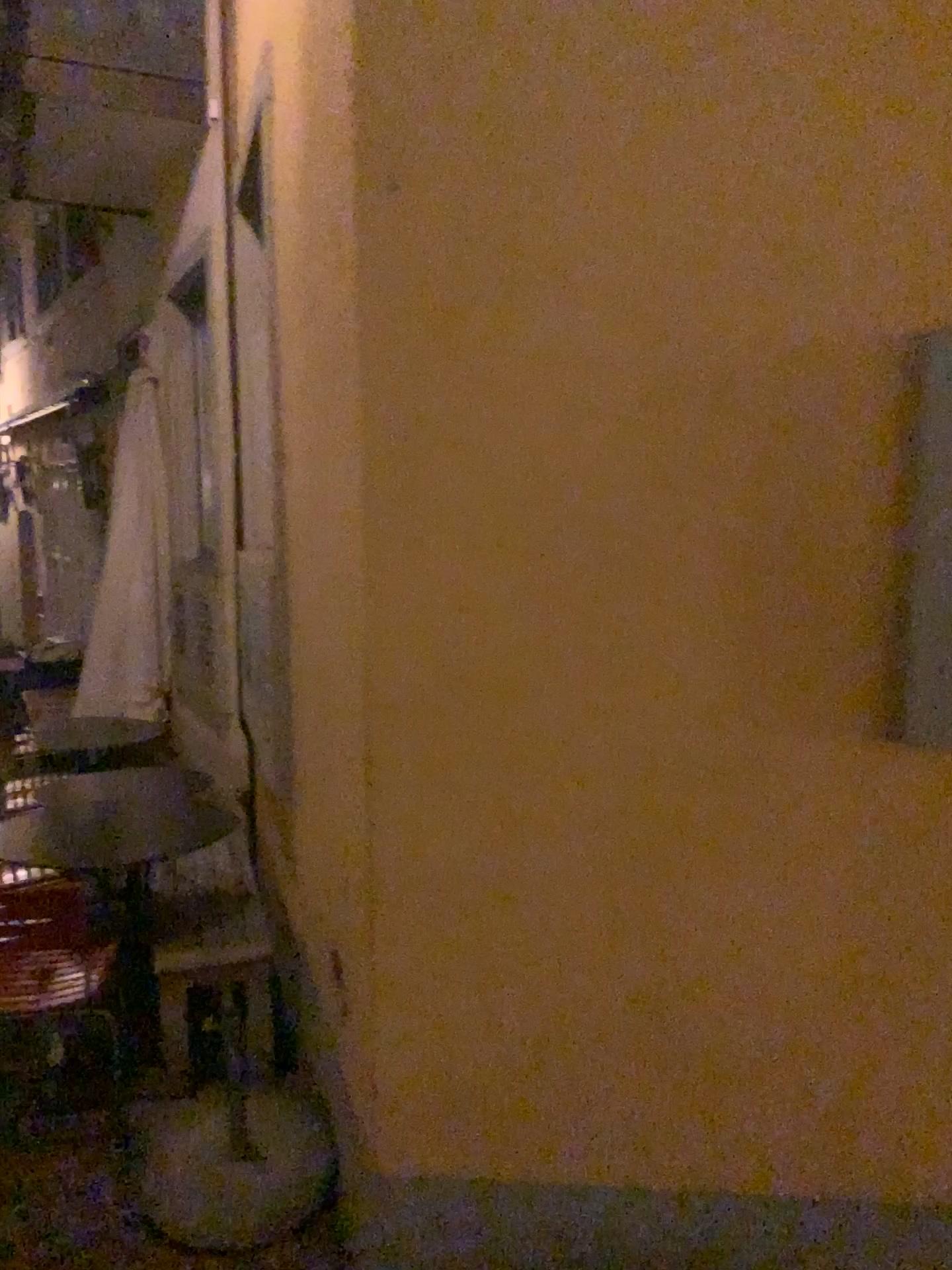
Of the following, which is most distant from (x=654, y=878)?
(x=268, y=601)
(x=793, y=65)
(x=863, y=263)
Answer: (x=268, y=601)

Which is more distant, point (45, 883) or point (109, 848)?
point (109, 848)

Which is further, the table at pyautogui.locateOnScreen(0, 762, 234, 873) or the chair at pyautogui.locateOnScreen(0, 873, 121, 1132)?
the table at pyautogui.locateOnScreen(0, 762, 234, 873)

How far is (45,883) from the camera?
3.0 meters

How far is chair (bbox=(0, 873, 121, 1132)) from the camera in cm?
296

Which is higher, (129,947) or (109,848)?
(109,848)
